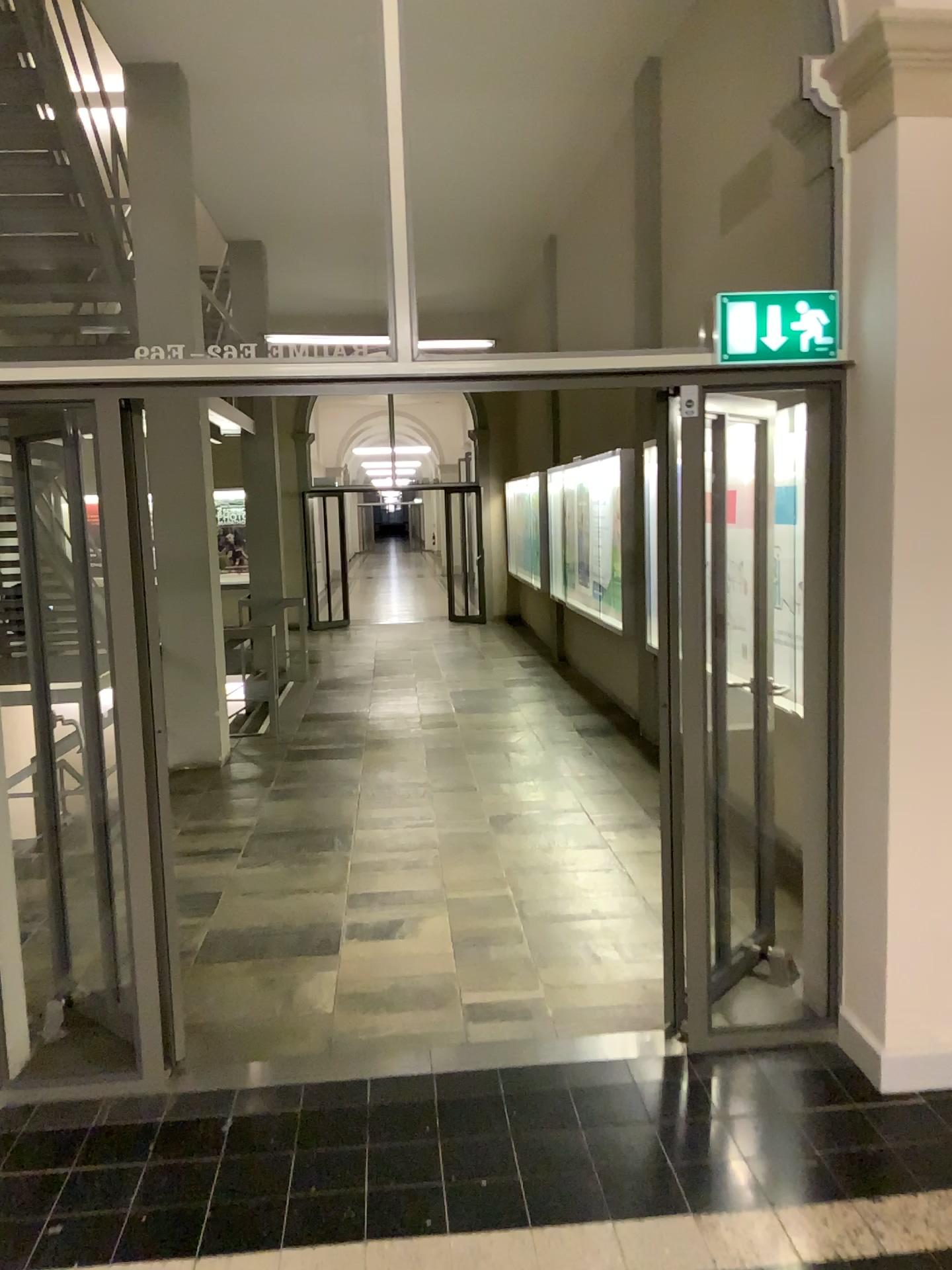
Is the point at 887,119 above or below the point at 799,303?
above

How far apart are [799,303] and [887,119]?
0.51m

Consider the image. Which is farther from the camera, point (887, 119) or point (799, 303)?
point (799, 303)

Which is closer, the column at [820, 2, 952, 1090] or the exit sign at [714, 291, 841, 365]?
the column at [820, 2, 952, 1090]

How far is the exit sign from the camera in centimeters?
307cm

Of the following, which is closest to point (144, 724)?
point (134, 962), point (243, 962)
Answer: point (134, 962)

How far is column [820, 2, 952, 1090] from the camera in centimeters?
281cm
